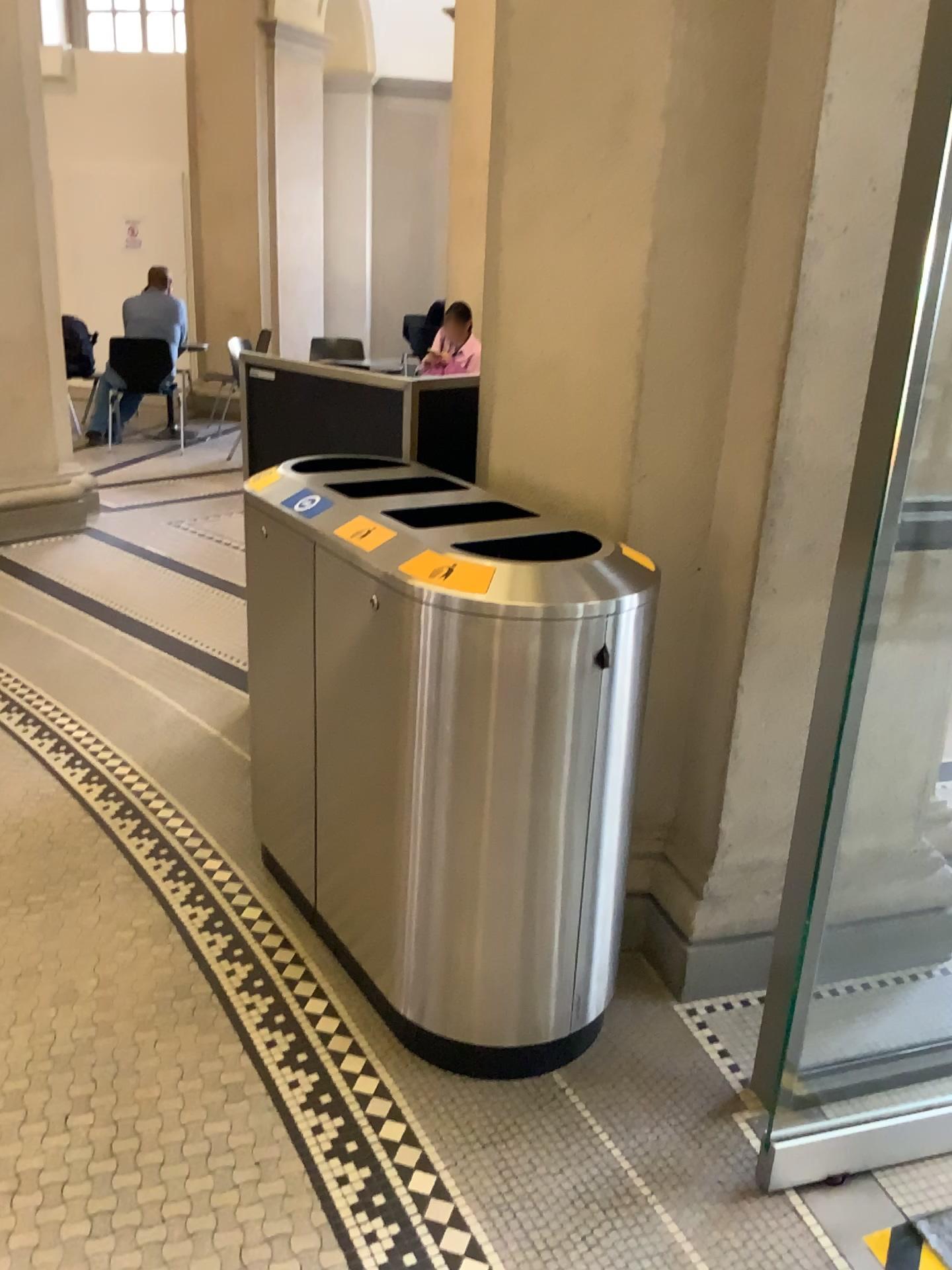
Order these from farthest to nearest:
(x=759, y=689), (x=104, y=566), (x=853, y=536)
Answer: (x=104, y=566)
(x=759, y=689)
(x=853, y=536)

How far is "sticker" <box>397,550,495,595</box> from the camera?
1.78m

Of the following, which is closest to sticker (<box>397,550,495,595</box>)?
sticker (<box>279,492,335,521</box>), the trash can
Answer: the trash can

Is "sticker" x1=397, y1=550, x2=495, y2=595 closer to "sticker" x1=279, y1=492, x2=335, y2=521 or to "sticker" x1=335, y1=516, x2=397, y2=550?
"sticker" x1=335, y1=516, x2=397, y2=550

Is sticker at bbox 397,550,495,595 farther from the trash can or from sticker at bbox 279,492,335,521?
sticker at bbox 279,492,335,521

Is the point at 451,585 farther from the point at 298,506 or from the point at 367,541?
the point at 298,506

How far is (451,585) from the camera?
1.78m

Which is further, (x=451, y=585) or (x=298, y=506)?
(x=298, y=506)

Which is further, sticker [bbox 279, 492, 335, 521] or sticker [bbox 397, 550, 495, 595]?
sticker [bbox 279, 492, 335, 521]
